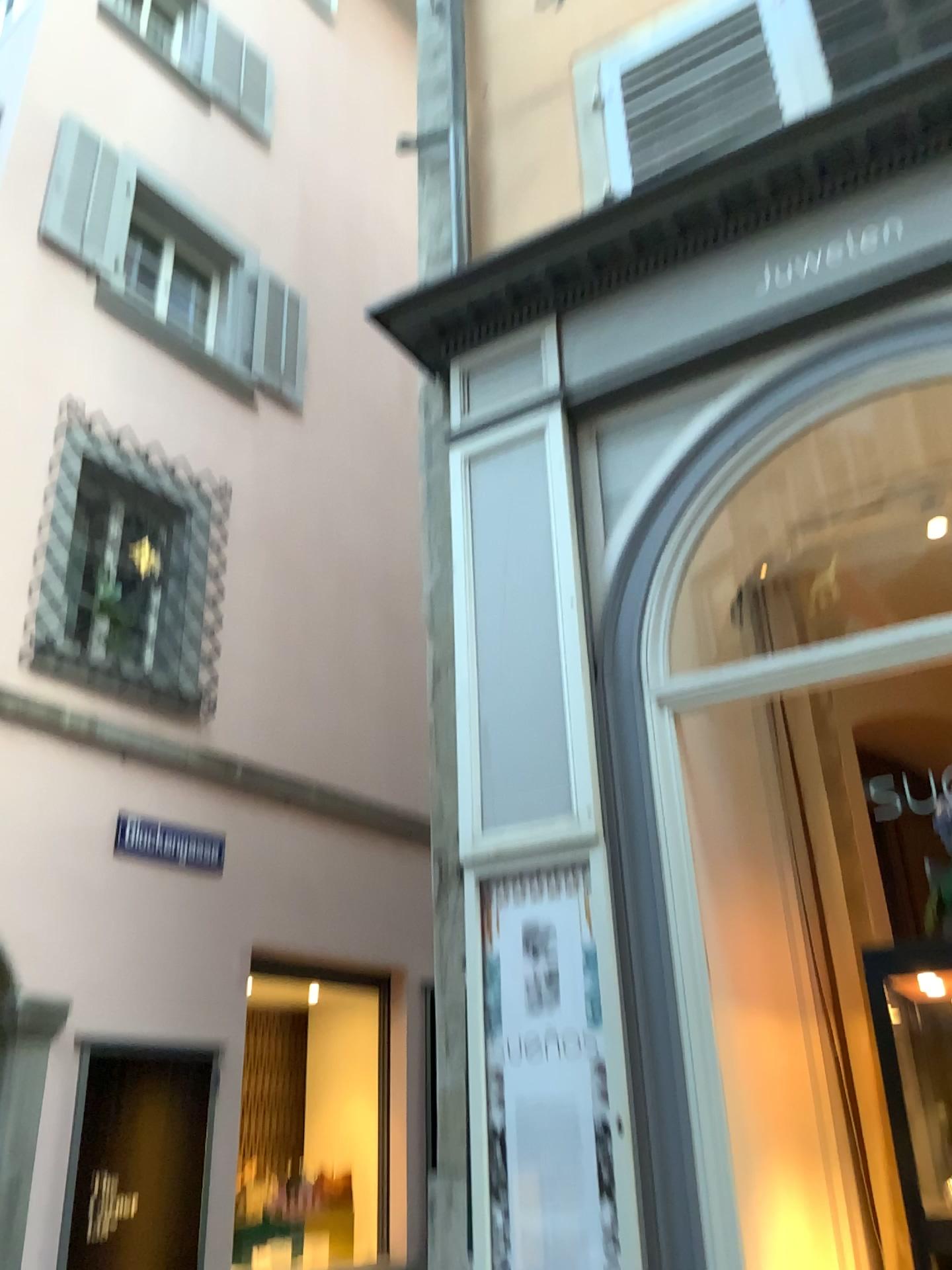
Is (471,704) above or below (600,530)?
below
